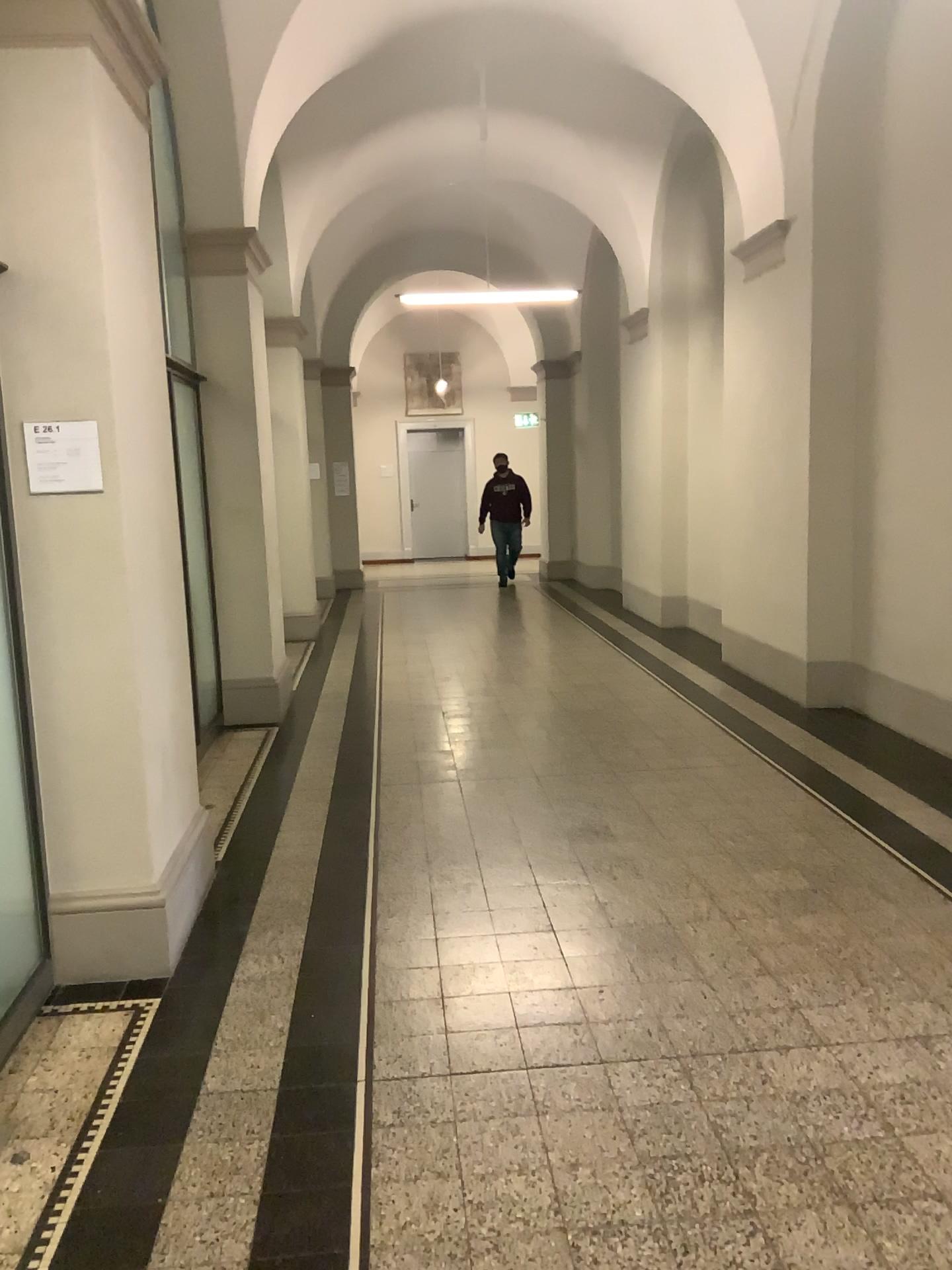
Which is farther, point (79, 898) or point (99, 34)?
point (79, 898)

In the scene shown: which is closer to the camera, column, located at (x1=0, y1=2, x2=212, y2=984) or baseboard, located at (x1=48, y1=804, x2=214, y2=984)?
column, located at (x1=0, y1=2, x2=212, y2=984)

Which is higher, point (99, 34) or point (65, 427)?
point (99, 34)

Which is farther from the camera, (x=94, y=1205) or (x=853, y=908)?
(x=853, y=908)

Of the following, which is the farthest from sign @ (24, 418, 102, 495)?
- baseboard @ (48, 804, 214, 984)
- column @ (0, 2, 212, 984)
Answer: baseboard @ (48, 804, 214, 984)

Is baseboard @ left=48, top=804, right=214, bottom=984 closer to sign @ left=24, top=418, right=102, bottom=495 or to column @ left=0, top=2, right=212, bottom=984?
column @ left=0, top=2, right=212, bottom=984

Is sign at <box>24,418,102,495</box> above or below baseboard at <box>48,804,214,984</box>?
above

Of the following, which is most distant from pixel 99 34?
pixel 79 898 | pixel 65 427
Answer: pixel 79 898

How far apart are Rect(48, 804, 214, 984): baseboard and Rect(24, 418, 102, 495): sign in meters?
1.3

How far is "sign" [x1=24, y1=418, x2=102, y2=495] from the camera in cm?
314
